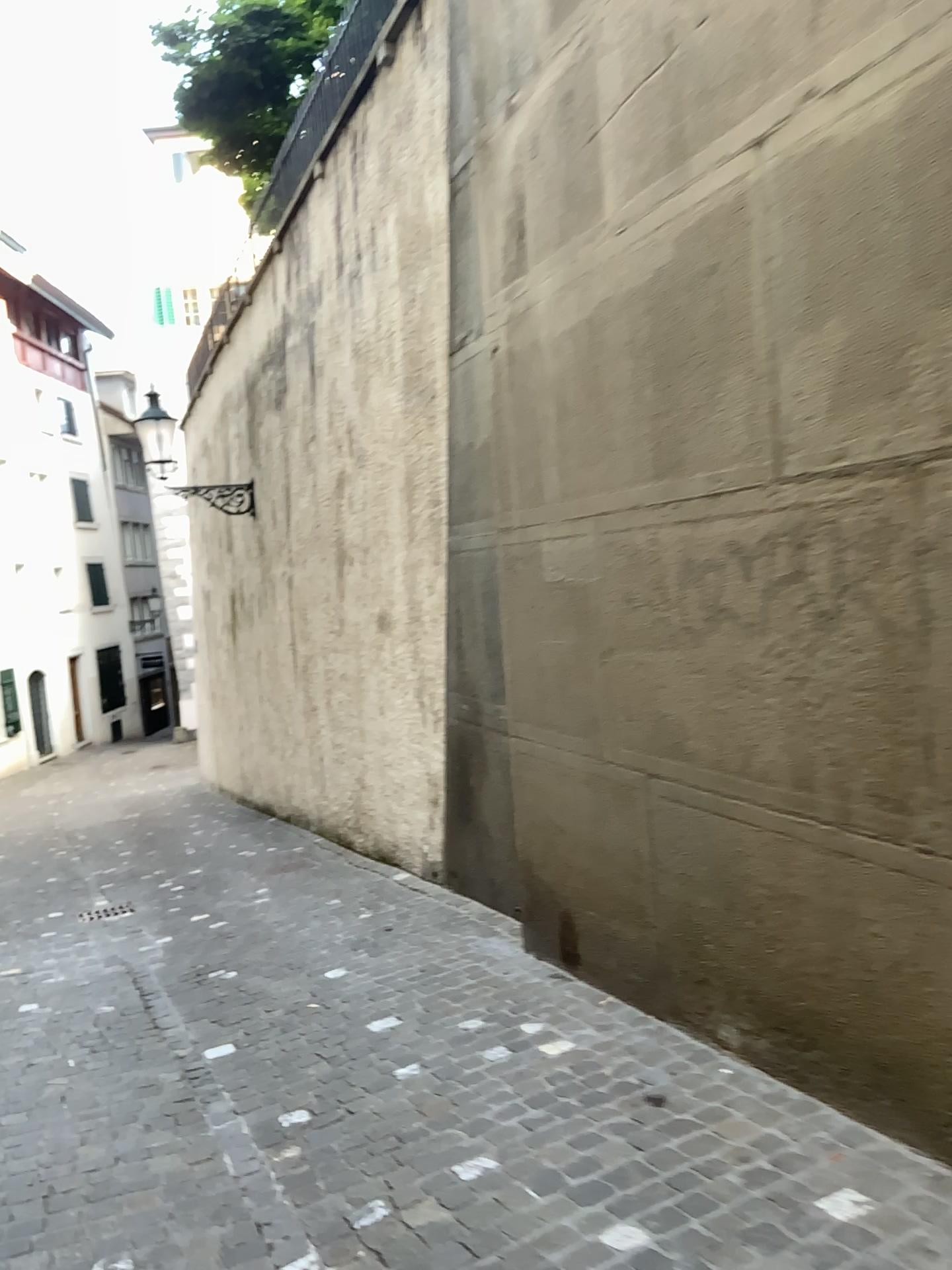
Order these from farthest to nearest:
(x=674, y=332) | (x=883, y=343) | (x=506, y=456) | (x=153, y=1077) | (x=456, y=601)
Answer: (x=456, y=601), (x=506, y=456), (x=153, y=1077), (x=674, y=332), (x=883, y=343)
